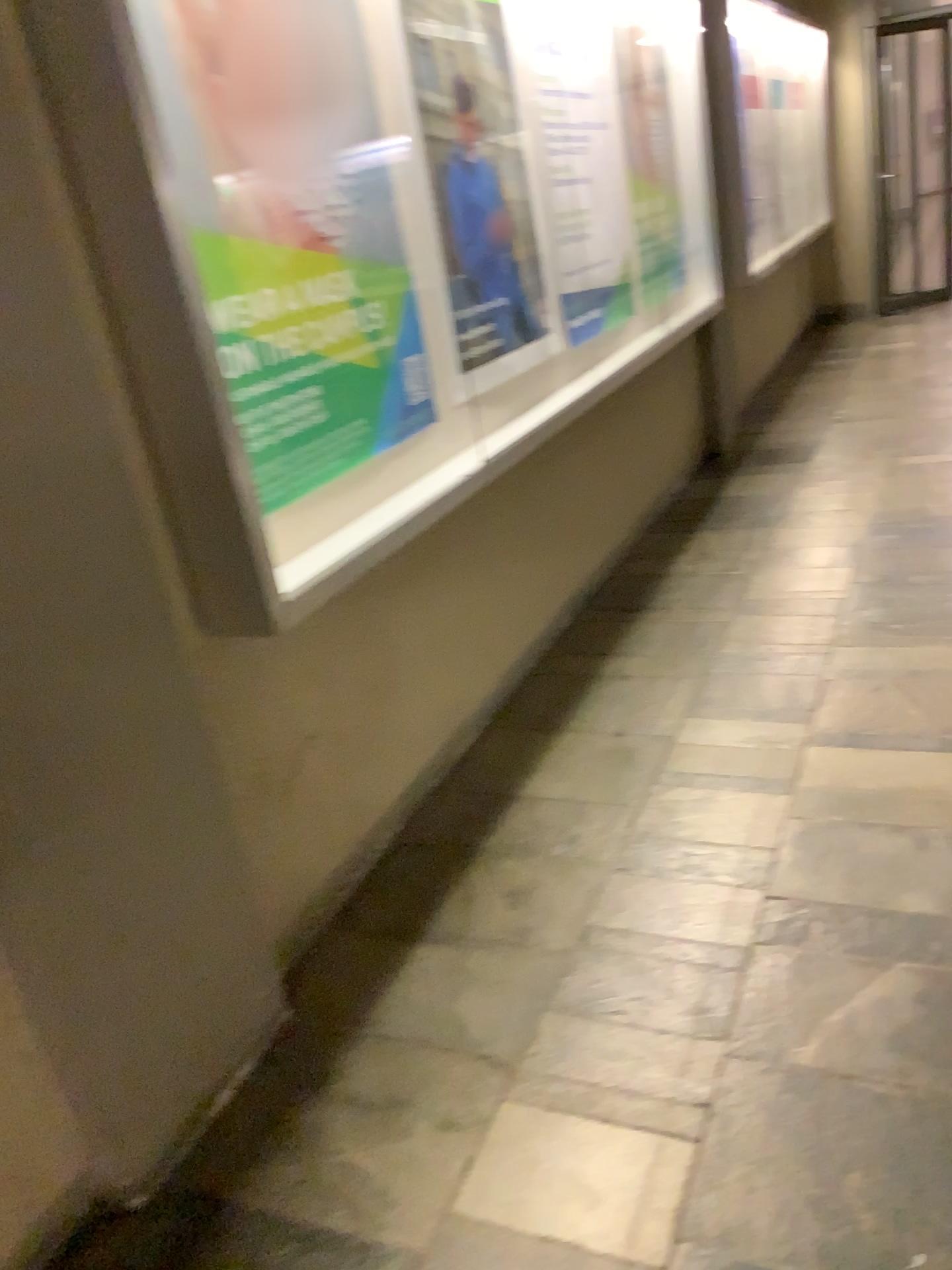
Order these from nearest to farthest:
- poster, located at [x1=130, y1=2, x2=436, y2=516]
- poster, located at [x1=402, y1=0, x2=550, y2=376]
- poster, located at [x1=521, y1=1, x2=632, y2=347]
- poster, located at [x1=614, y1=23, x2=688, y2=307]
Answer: poster, located at [x1=130, y1=2, x2=436, y2=516], poster, located at [x1=402, y1=0, x2=550, y2=376], poster, located at [x1=521, y1=1, x2=632, y2=347], poster, located at [x1=614, y1=23, x2=688, y2=307]

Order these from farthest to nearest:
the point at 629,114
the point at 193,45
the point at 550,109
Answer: the point at 629,114, the point at 550,109, the point at 193,45

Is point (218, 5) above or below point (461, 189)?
above

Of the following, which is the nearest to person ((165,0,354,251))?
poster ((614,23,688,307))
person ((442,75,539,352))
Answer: person ((442,75,539,352))

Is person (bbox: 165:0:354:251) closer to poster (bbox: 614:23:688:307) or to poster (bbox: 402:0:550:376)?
poster (bbox: 402:0:550:376)

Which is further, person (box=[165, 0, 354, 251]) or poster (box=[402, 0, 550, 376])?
poster (box=[402, 0, 550, 376])

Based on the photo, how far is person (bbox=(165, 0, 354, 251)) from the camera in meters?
1.9

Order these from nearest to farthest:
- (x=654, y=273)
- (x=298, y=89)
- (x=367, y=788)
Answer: (x=298, y=89) → (x=367, y=788) → (x=654, y=273)

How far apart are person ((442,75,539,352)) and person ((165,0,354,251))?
0.5m

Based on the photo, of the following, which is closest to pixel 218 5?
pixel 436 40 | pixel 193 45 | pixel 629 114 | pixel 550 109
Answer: pixel 193 45
